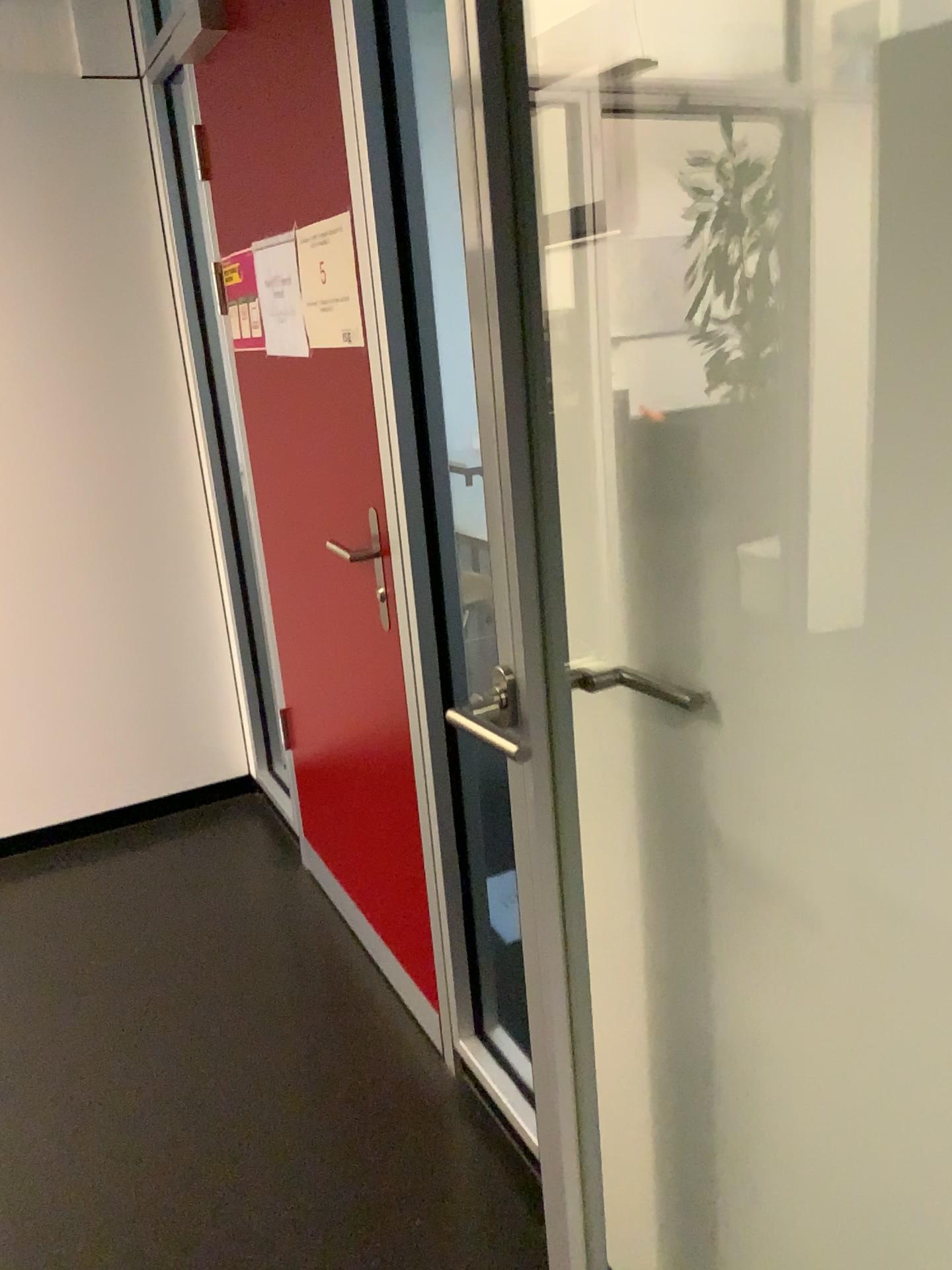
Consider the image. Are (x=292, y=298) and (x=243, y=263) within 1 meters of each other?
yes

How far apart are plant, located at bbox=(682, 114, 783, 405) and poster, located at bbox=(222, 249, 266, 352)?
1.5 meters

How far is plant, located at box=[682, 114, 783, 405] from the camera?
0.9m

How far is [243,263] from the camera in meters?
2.3

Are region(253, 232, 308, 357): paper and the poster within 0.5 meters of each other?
yes

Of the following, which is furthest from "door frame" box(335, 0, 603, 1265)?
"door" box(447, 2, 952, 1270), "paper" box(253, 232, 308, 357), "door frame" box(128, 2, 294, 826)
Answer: "door frame" box(128, 2, 294, 826)

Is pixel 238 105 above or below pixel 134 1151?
above

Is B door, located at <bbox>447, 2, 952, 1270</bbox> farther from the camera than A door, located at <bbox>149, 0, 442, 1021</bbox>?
No

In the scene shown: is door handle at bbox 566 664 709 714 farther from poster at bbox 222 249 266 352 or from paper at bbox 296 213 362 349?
poster at bbox 222 249 266 352

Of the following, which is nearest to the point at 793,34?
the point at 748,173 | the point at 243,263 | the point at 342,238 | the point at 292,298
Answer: the point at 748,173
